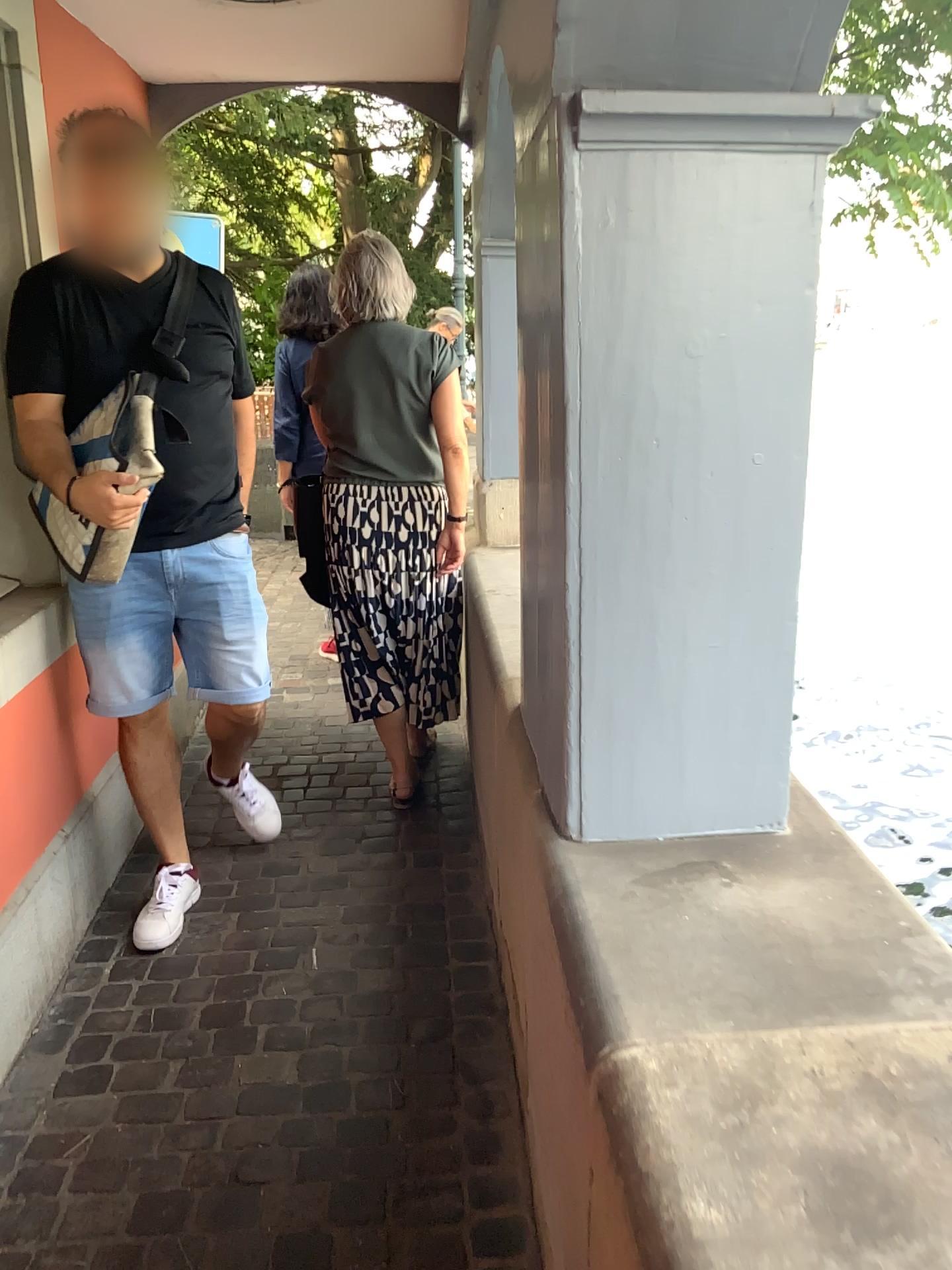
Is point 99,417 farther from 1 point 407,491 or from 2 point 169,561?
1 point 407,491

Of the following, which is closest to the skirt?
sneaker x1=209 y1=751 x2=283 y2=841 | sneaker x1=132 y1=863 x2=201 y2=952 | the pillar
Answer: sneaker x1=209 y1=751 x2=283 y2=841

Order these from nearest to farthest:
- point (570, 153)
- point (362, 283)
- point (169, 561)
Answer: point (570, 153) → point (169, 561) → point (362, 283)

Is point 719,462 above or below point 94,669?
above

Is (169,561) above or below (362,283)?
below

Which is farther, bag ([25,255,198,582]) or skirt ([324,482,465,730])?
skirt ([324,482,465,730])

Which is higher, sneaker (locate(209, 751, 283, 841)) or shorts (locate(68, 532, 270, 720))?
shorts (locate(68, 532, 270, 720))

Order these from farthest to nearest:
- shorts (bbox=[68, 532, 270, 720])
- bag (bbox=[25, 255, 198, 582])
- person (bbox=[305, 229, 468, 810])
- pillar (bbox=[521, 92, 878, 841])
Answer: person (bbox=[305, 229, 468, 810]) < shorts (bbox=[68, 532, 270, 720]) < bag (bbox=[25, 255, 198, 582]) < pillar (bbox=[521, 92, 878, 841])

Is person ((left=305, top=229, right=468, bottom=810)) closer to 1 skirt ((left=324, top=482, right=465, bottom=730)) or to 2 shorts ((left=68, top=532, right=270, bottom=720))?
1 skirt ((left=324, top=482, right=465, bottom=730))

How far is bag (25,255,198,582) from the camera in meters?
2.1 m
